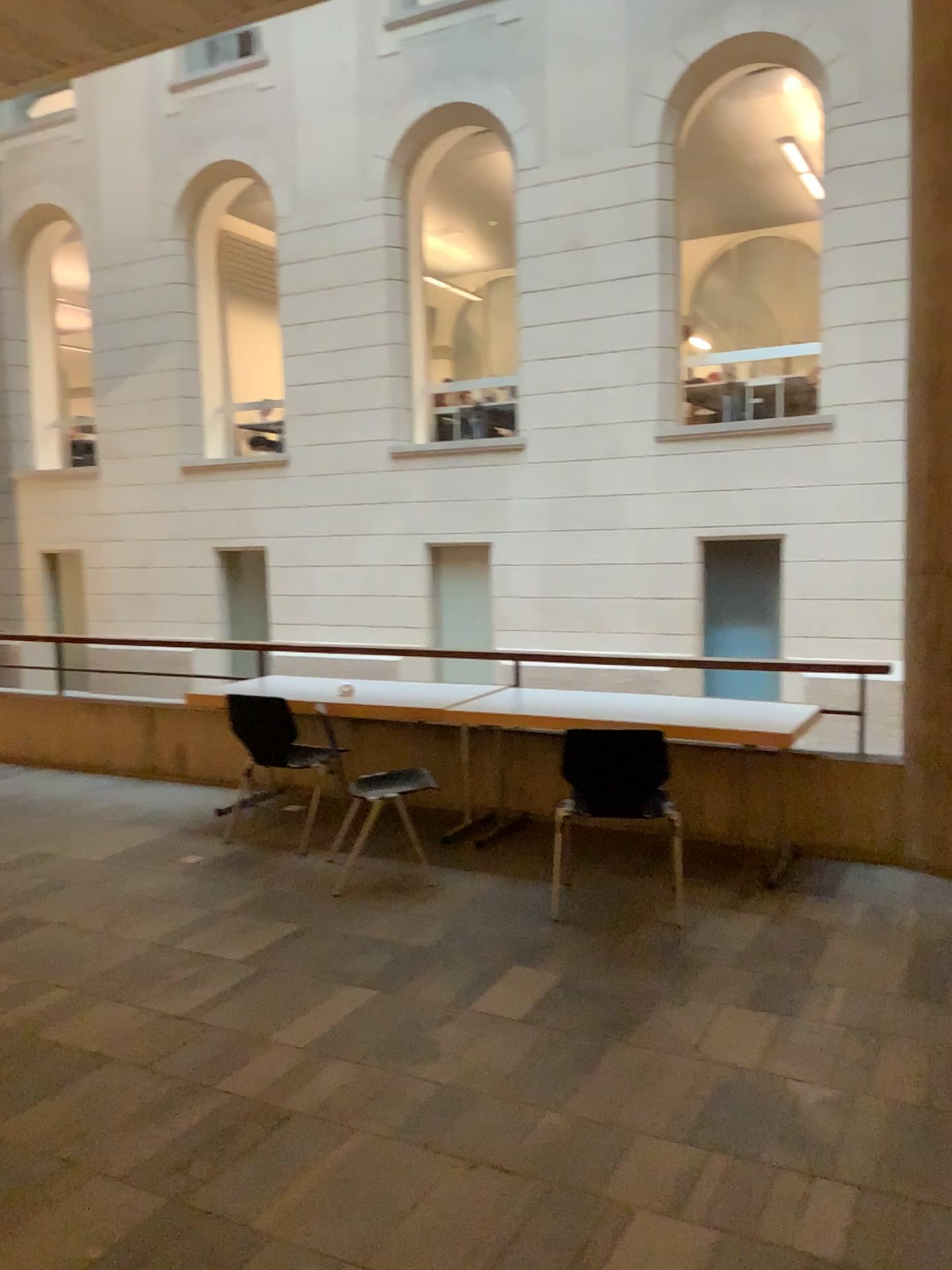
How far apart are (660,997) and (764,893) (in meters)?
1.18
